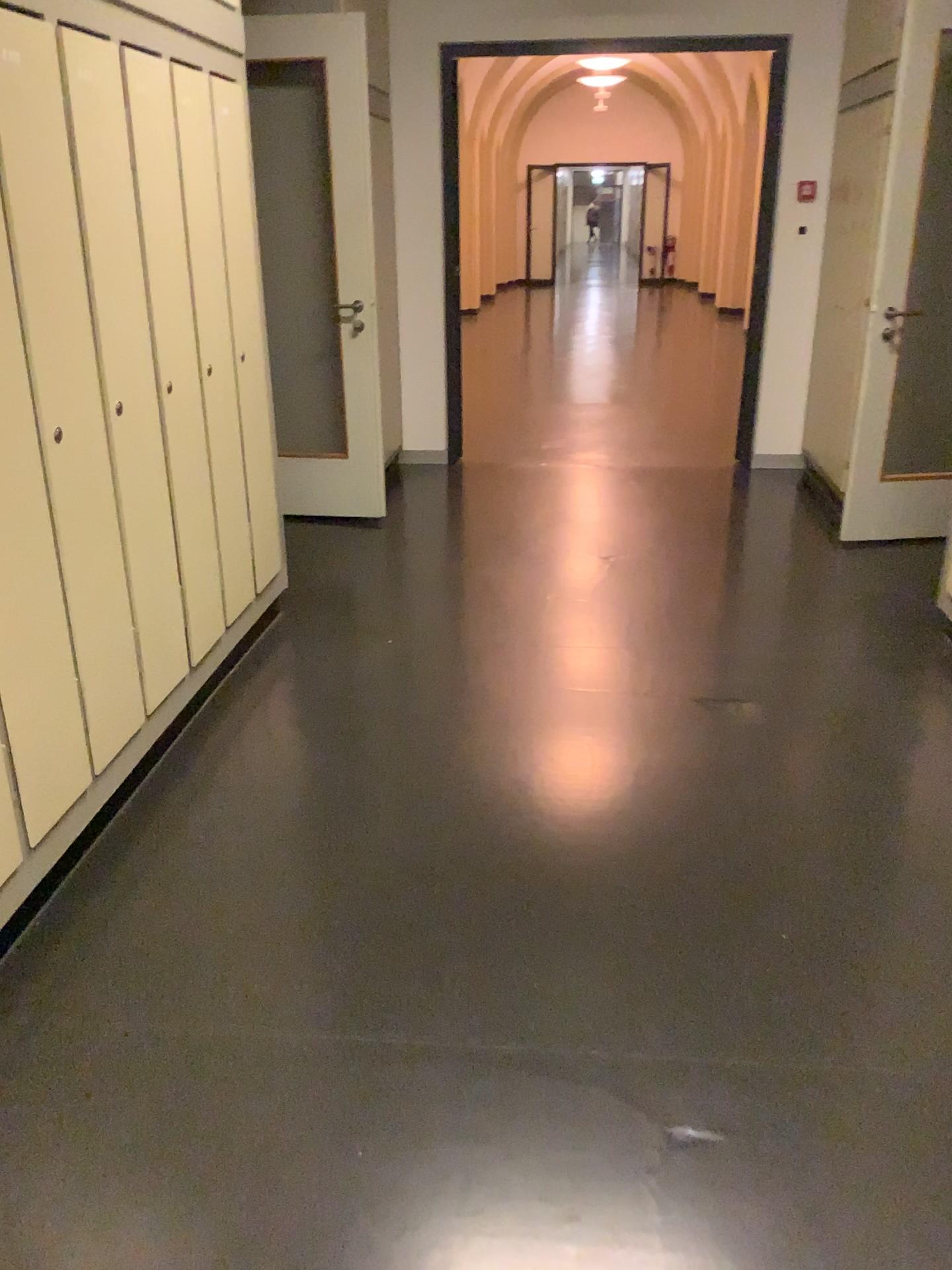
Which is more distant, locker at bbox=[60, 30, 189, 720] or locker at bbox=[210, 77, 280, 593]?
locker at bbox=[210, 77, 280, 593]

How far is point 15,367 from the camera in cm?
202

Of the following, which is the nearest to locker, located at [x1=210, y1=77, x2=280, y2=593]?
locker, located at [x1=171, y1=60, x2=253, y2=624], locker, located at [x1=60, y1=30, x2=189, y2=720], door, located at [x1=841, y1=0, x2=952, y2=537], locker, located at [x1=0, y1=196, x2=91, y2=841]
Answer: locker, located at [x1=171, y1=60, x2=253, y2=624]

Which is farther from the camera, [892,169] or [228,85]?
[892,169]

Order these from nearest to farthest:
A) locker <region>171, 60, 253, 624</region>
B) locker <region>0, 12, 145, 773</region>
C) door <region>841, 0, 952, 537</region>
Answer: locker <region>0, 12, 145, 773</region> < locker <region>171, 60, 253, 624</region> < door <region>841, 0, 952, 537</region>

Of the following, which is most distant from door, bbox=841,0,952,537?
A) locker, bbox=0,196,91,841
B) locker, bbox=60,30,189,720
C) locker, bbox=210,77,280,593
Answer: locker, bbox=0,196,91,841

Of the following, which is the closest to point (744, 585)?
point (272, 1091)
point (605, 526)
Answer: point (605, 526)

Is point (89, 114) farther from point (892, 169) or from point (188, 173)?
point (892, 169)

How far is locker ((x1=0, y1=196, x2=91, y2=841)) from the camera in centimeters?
202cm

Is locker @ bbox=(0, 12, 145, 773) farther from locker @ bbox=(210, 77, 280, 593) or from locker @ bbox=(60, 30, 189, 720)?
locker @ bbox=(210, 77, 280, 593)
